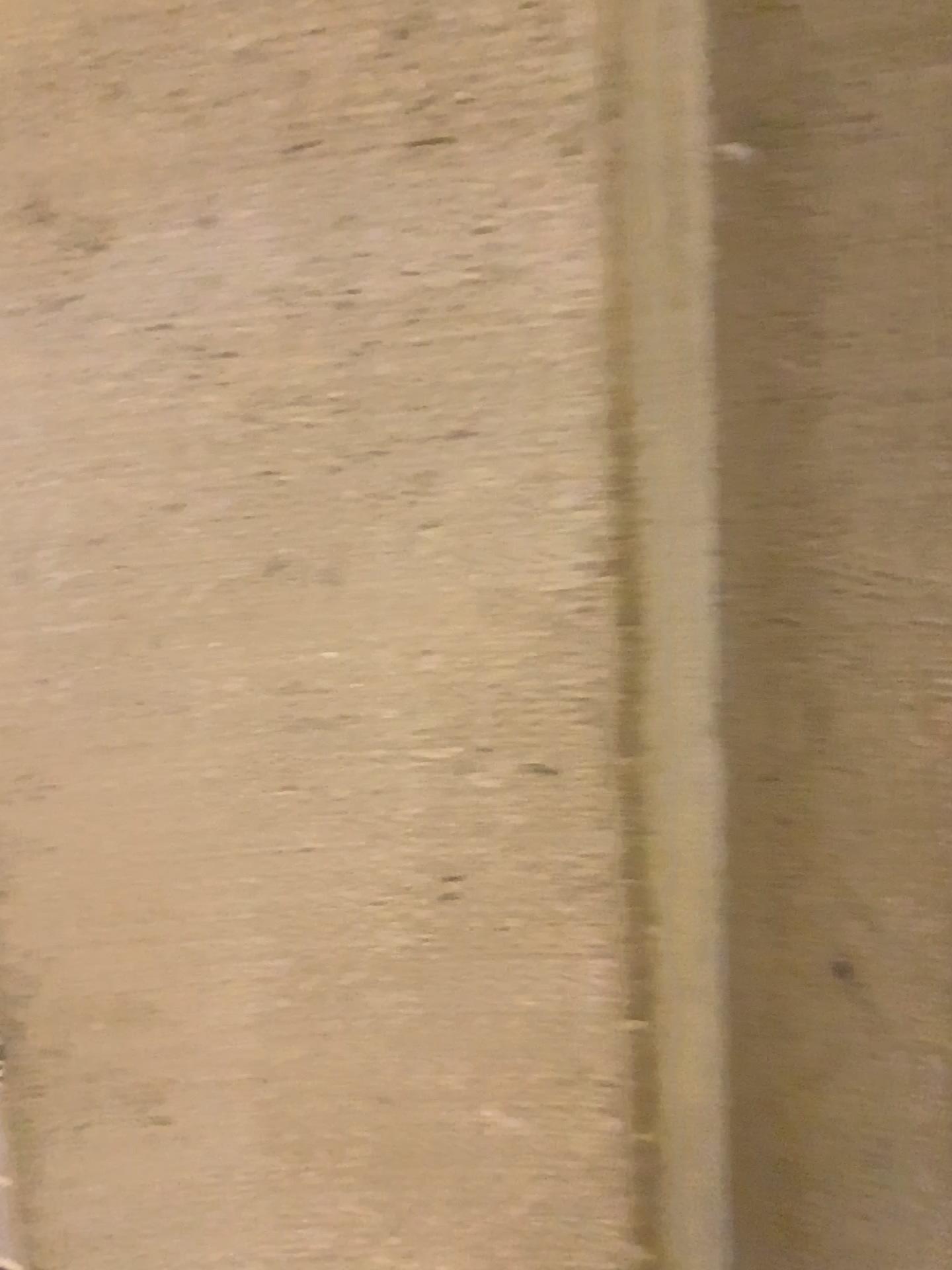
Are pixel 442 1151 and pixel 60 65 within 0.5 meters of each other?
no
